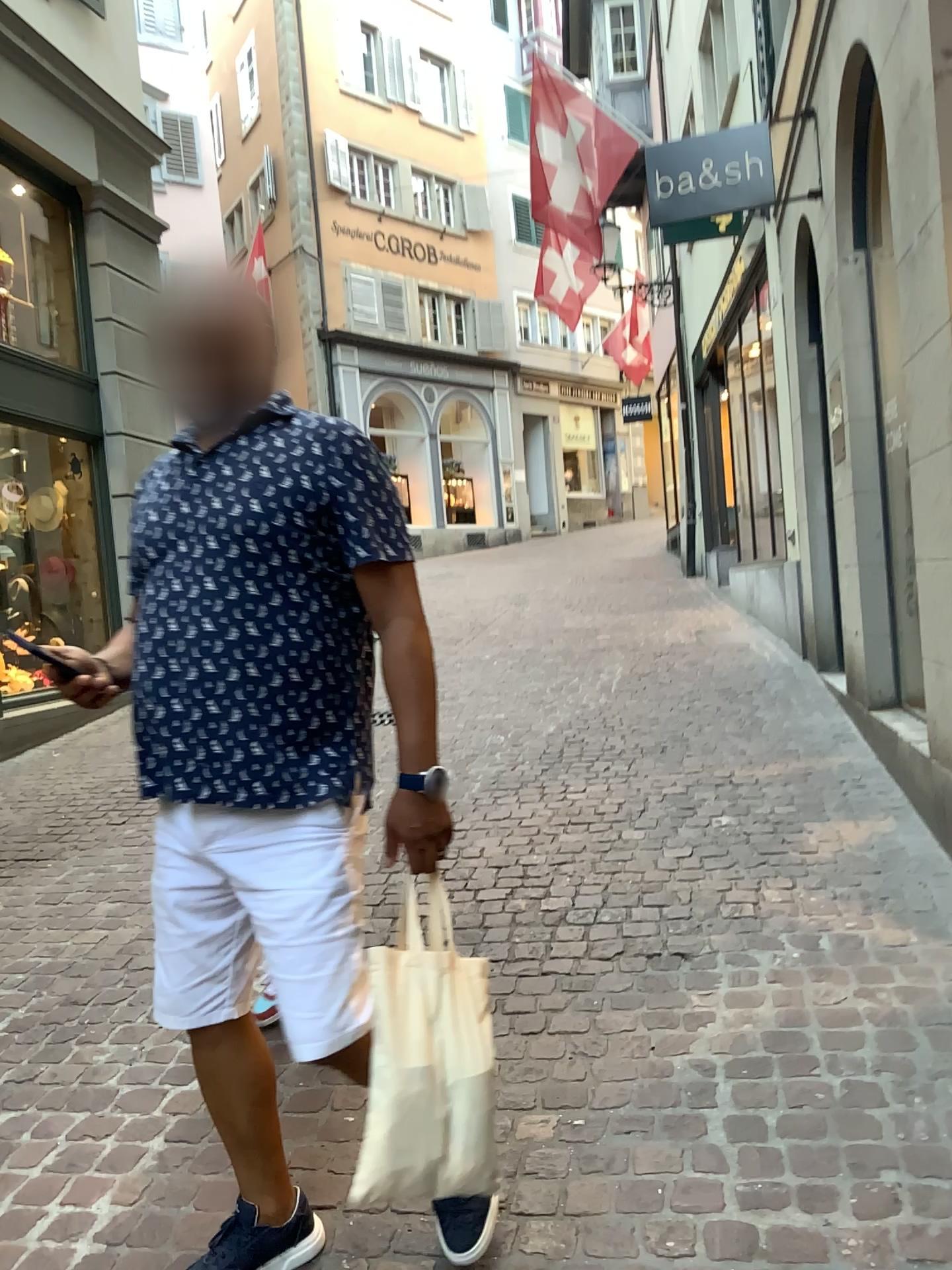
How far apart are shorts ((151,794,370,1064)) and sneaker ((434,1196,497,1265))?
0.4 meters

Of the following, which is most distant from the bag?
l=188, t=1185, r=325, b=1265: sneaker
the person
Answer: l=188, t=1185, r=325, b=1265: sneaker

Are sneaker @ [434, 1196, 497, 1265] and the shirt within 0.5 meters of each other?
no

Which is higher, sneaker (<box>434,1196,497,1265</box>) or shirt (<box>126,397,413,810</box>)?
shirt (<box>126,397,413,810</box>)

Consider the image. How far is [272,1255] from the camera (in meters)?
1.71

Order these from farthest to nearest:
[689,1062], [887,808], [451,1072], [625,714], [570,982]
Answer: [625,714] → [887,808] → [570,982] → [689,1062] → [451,1072]

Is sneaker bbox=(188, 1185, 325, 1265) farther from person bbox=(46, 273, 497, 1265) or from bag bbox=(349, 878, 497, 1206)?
bag bbox=(349, 878, 497, 1206)

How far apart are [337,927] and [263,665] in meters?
0.4 m

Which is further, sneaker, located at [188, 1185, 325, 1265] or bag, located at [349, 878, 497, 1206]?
sneaker, located at [188, 1185, 325, 1265]

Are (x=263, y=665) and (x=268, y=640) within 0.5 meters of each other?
yes
